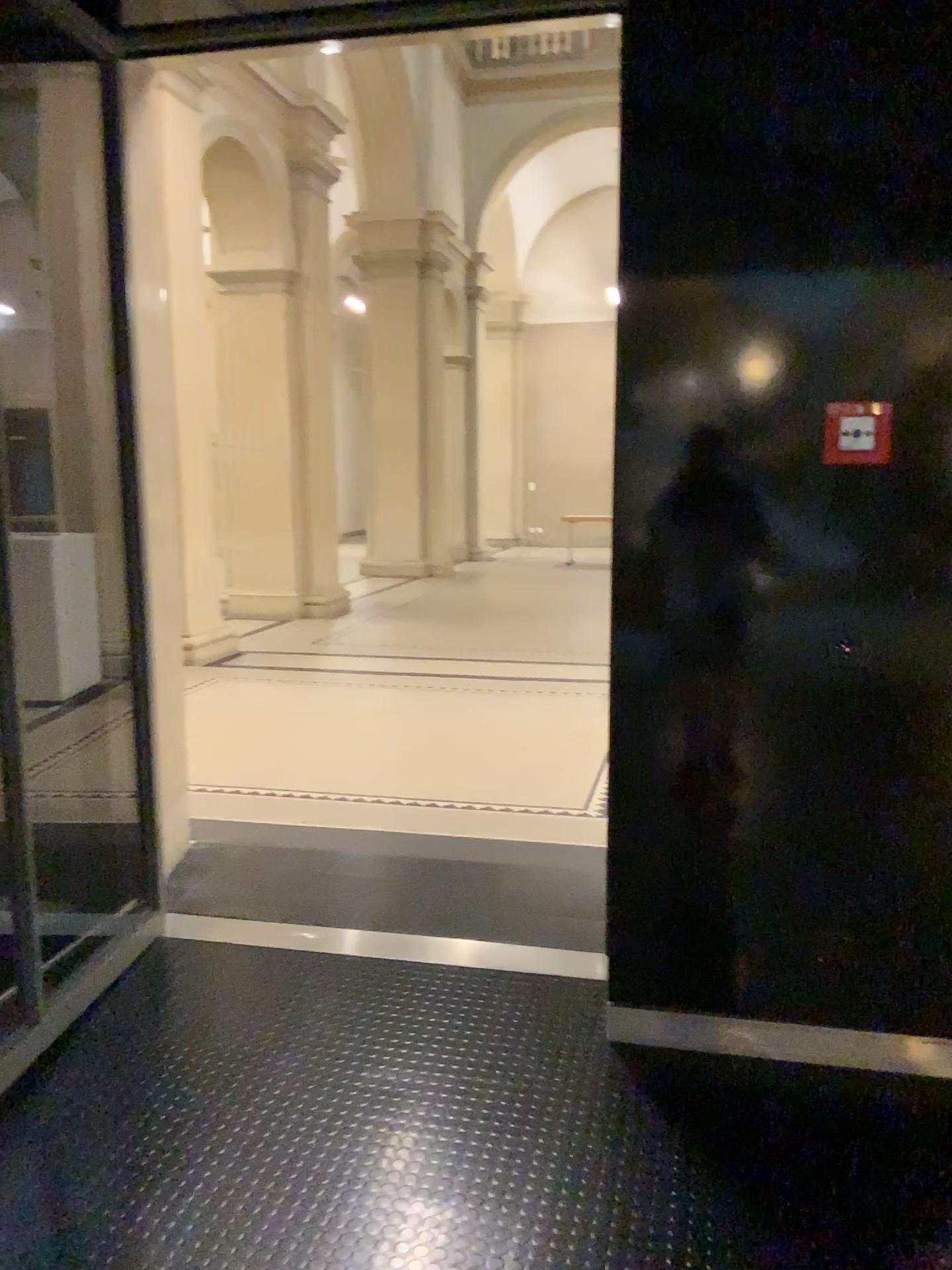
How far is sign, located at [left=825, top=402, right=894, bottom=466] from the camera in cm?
223

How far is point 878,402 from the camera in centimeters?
223cm

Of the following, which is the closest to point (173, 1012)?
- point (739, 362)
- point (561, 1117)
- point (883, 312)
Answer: point (561, 1117)
